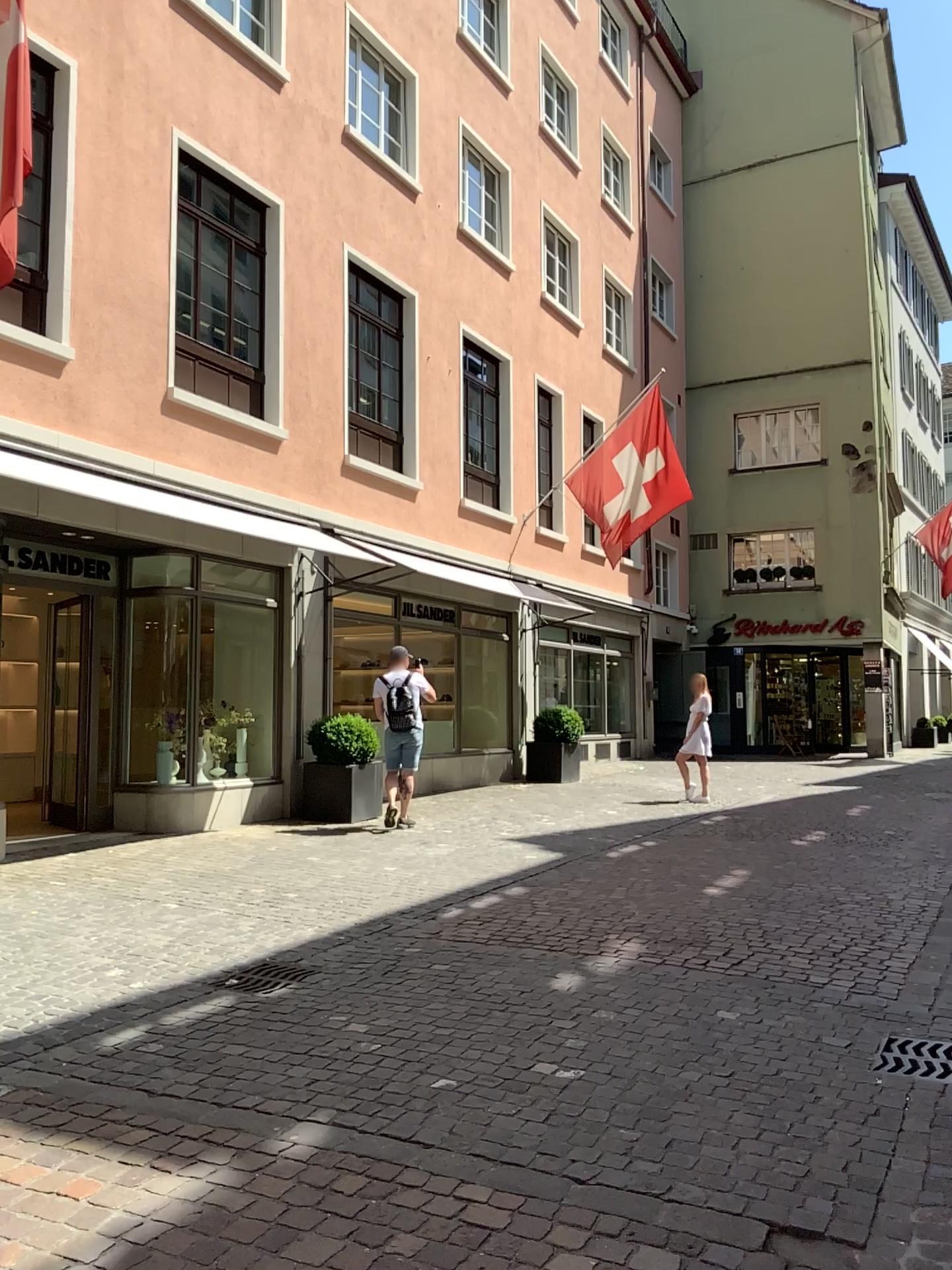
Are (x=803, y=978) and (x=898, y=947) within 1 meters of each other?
yes
